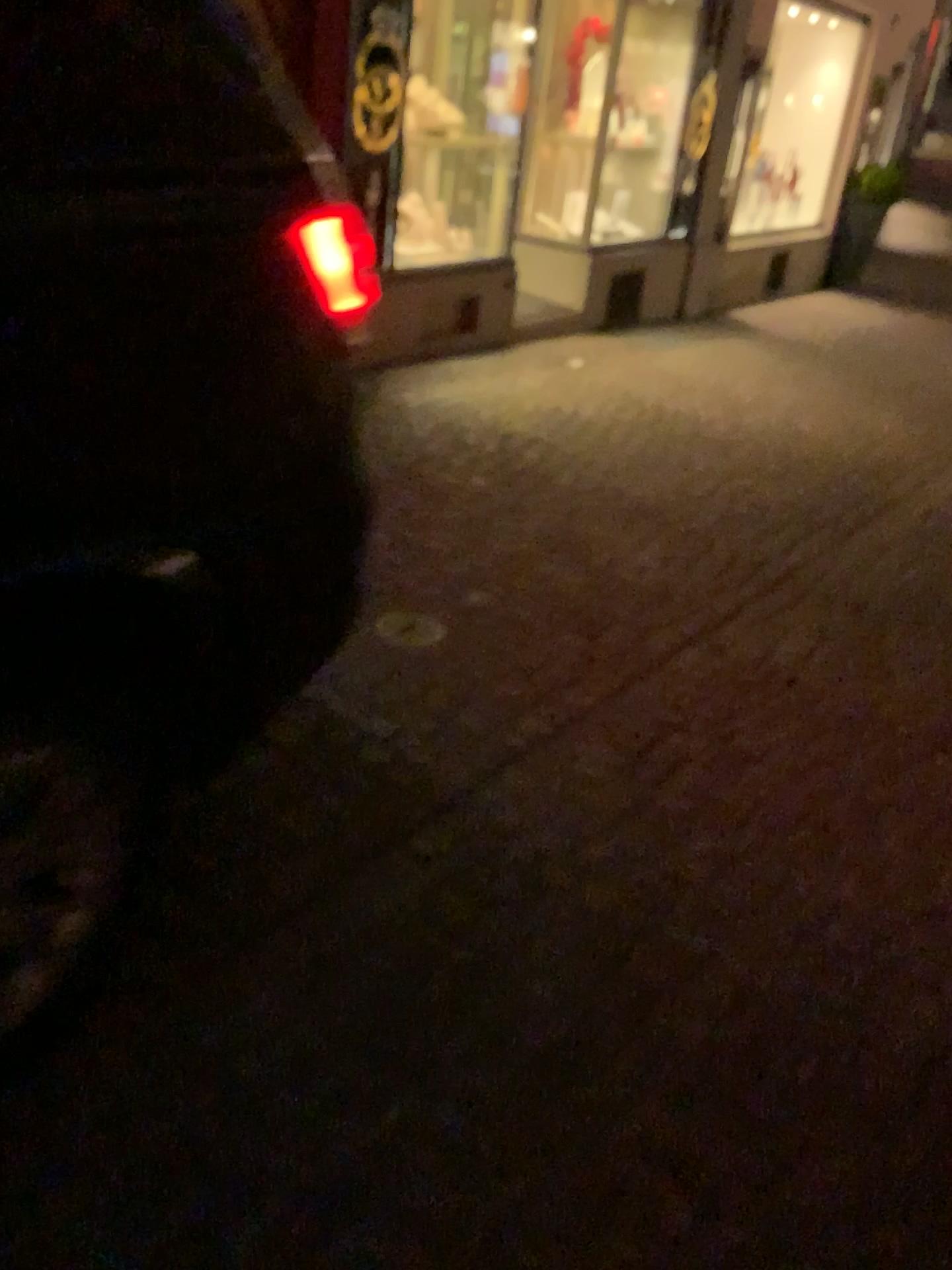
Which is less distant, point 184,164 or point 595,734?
point 184,164

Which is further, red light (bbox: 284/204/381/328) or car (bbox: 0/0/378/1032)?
red light (bbox: 284/204/381/328)

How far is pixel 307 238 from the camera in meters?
1.5 m

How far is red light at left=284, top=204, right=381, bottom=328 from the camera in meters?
1.5

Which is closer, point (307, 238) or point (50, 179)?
point (50, 179)
